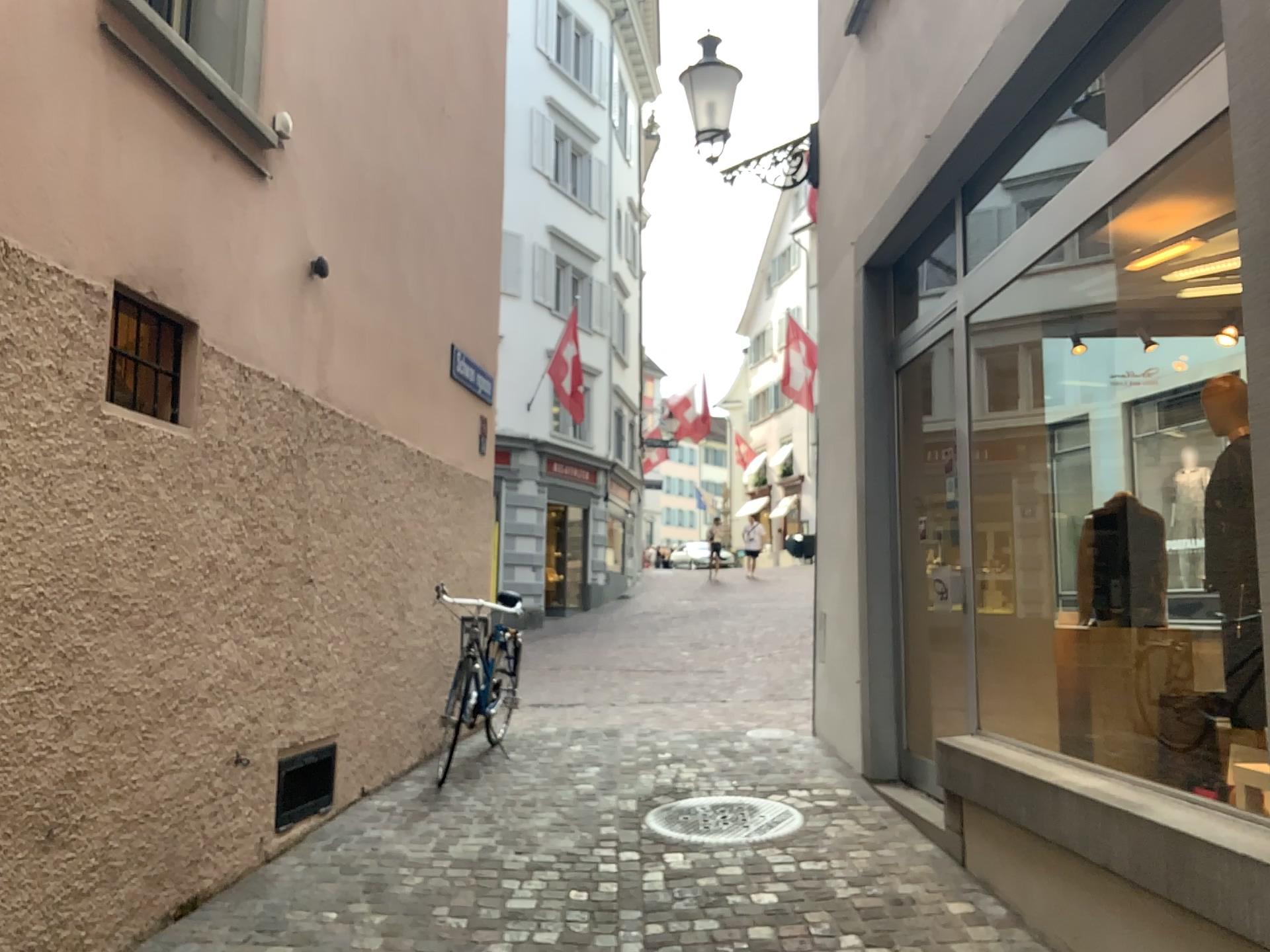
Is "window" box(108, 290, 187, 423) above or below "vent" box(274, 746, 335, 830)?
above

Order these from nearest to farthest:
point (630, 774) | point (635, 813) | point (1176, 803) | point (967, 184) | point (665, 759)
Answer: point (1176, 803) < point (967, 184) < point (635, 813) < point (630, 774) < point (665, 759)

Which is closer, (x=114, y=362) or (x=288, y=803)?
(x=114, y=362)

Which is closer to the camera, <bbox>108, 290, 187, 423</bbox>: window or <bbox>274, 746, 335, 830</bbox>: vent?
<bbox>108, 290, 187, 423</bbox>: window

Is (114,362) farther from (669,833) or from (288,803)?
(669,833)

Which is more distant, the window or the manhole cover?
the manhole cover

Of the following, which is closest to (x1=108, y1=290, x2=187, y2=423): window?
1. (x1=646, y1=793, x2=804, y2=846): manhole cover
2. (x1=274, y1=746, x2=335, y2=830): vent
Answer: (x1=274, y1=746, x2=335, y2=830): vent

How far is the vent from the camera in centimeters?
429cm

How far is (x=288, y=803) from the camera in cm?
429

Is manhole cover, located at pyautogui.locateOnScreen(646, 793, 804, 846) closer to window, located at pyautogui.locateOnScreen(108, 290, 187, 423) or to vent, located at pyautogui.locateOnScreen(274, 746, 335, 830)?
vent, located at pyautogui.locateOnScreen(274, 746, 335, 830)
